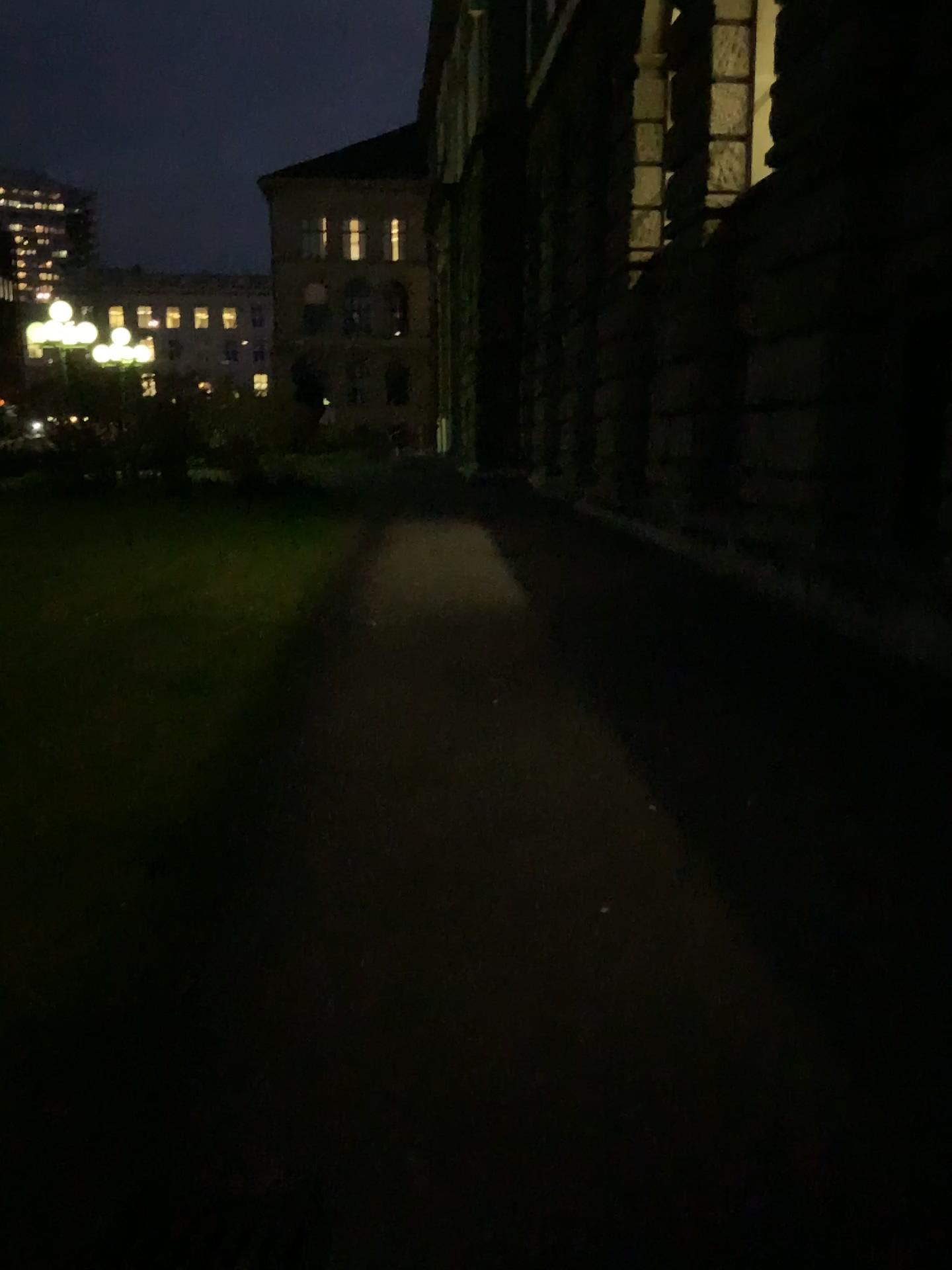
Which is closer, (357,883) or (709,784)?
(357,883)
